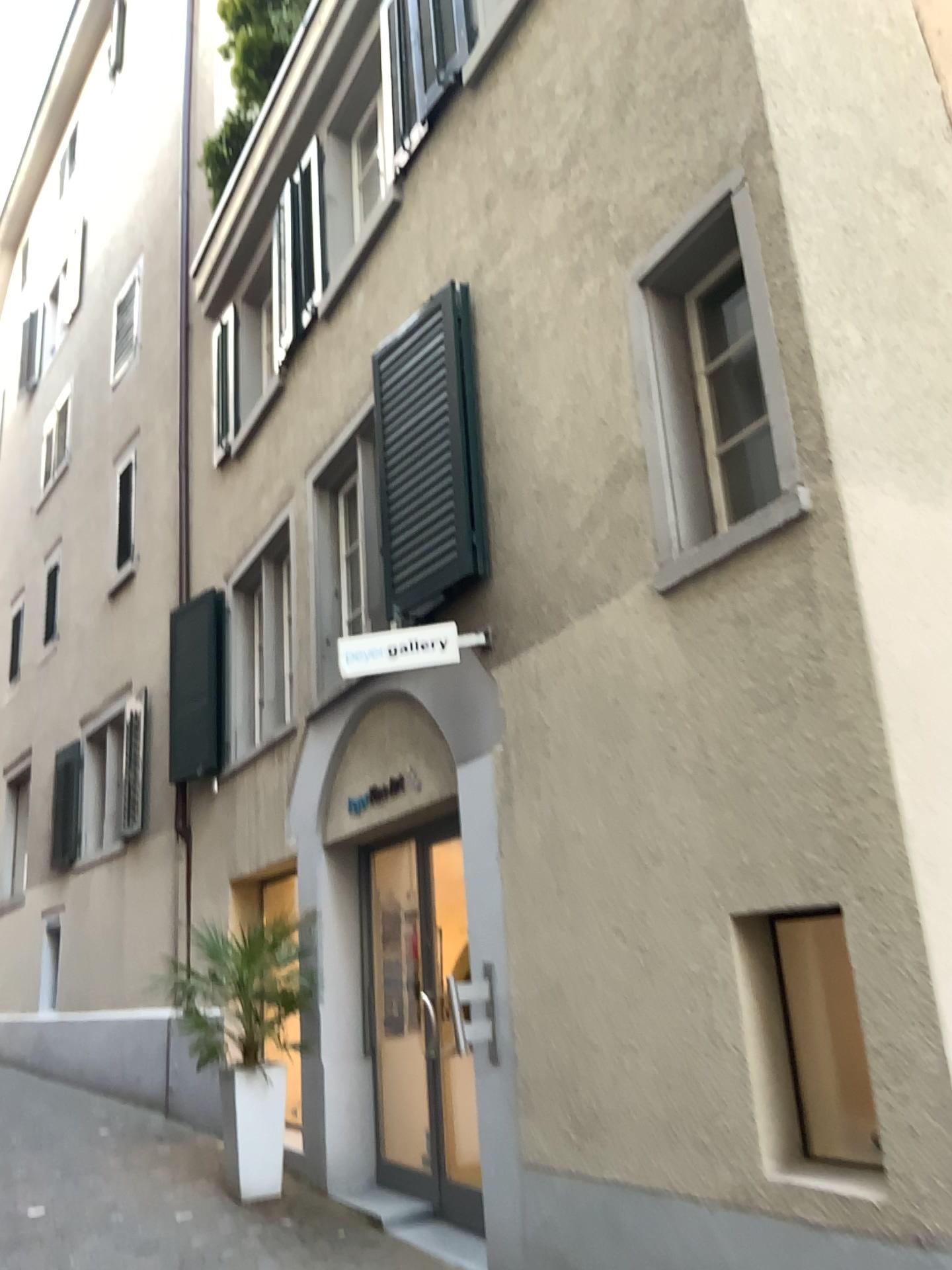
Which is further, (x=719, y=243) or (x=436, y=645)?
(x=436, y=645)

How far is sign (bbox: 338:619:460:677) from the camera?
4.9 meters

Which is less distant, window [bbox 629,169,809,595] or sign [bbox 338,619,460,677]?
window [bbox 629,169,809,595]

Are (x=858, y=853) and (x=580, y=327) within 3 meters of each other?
yes

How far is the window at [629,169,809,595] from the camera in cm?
377

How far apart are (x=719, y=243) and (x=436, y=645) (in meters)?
2.09

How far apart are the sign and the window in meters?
1.3 m

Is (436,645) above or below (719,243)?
below
